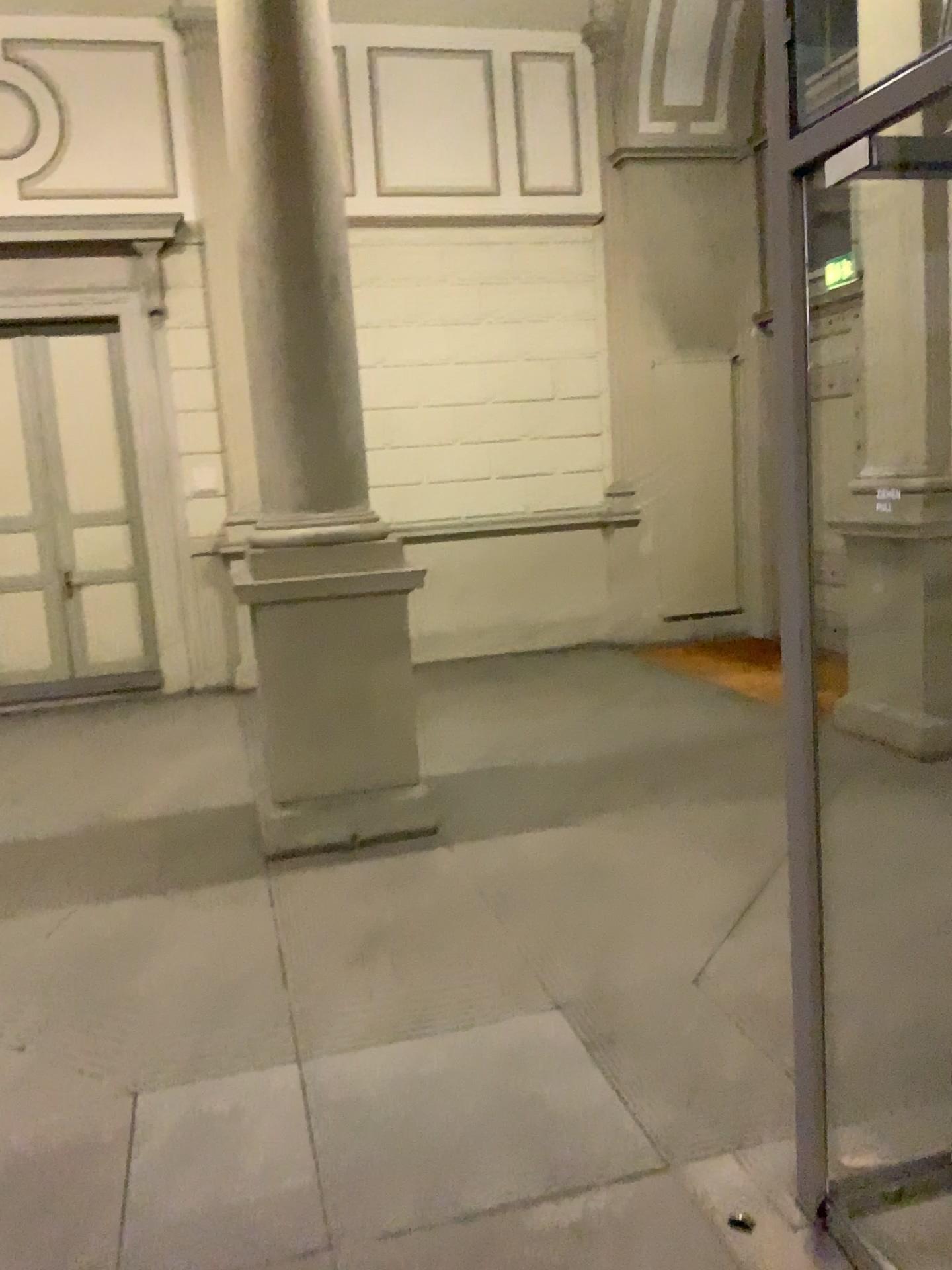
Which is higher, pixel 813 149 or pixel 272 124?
pixel 272 124

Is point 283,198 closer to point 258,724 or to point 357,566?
point 357,566

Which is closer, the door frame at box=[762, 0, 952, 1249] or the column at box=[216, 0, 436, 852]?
the door frame at box=[762, 0, 952, 1249]

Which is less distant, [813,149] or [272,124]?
[813,149]
